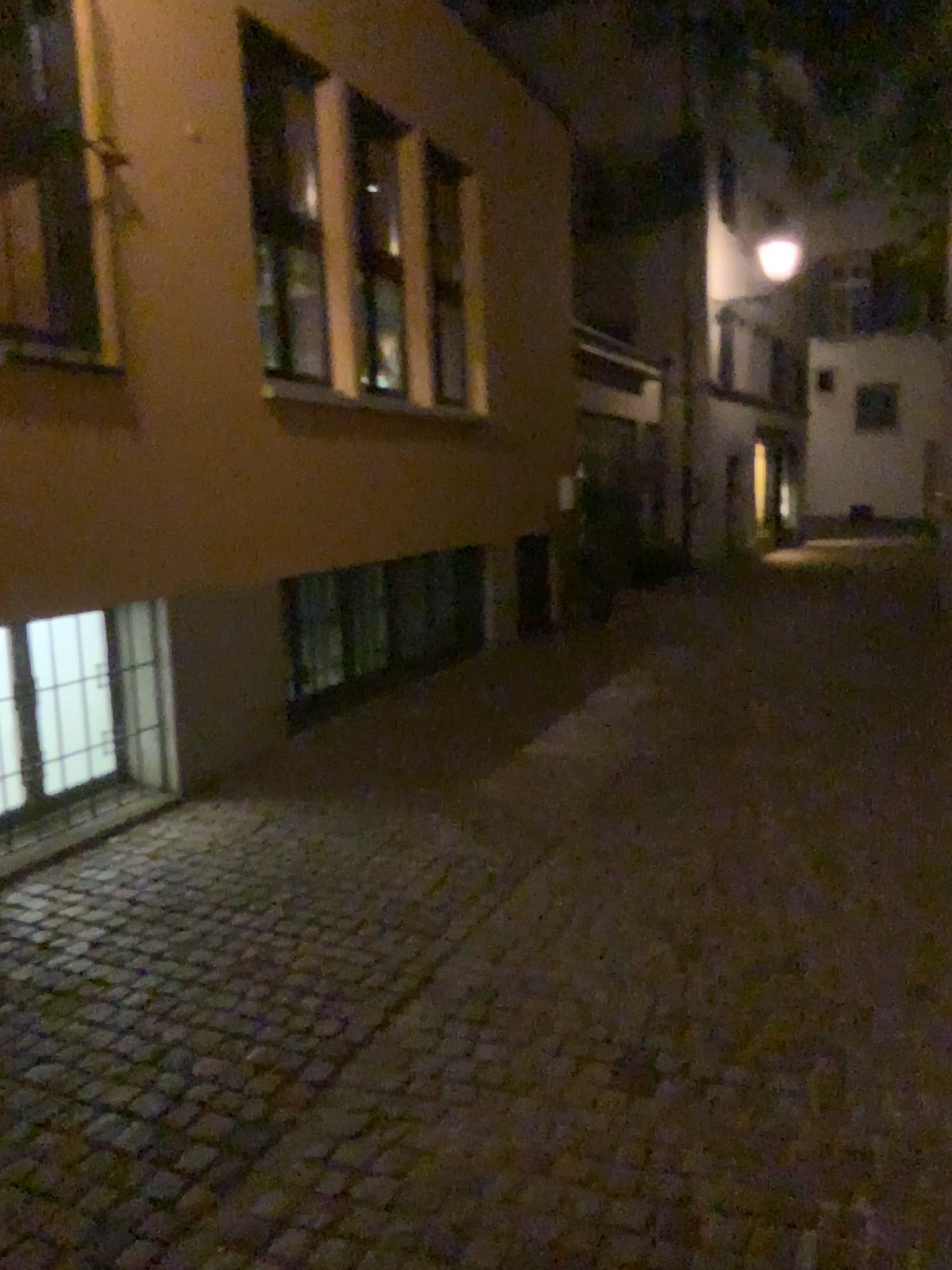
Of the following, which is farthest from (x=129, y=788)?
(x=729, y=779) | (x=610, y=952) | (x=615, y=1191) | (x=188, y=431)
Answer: (x=615, y=1191)
